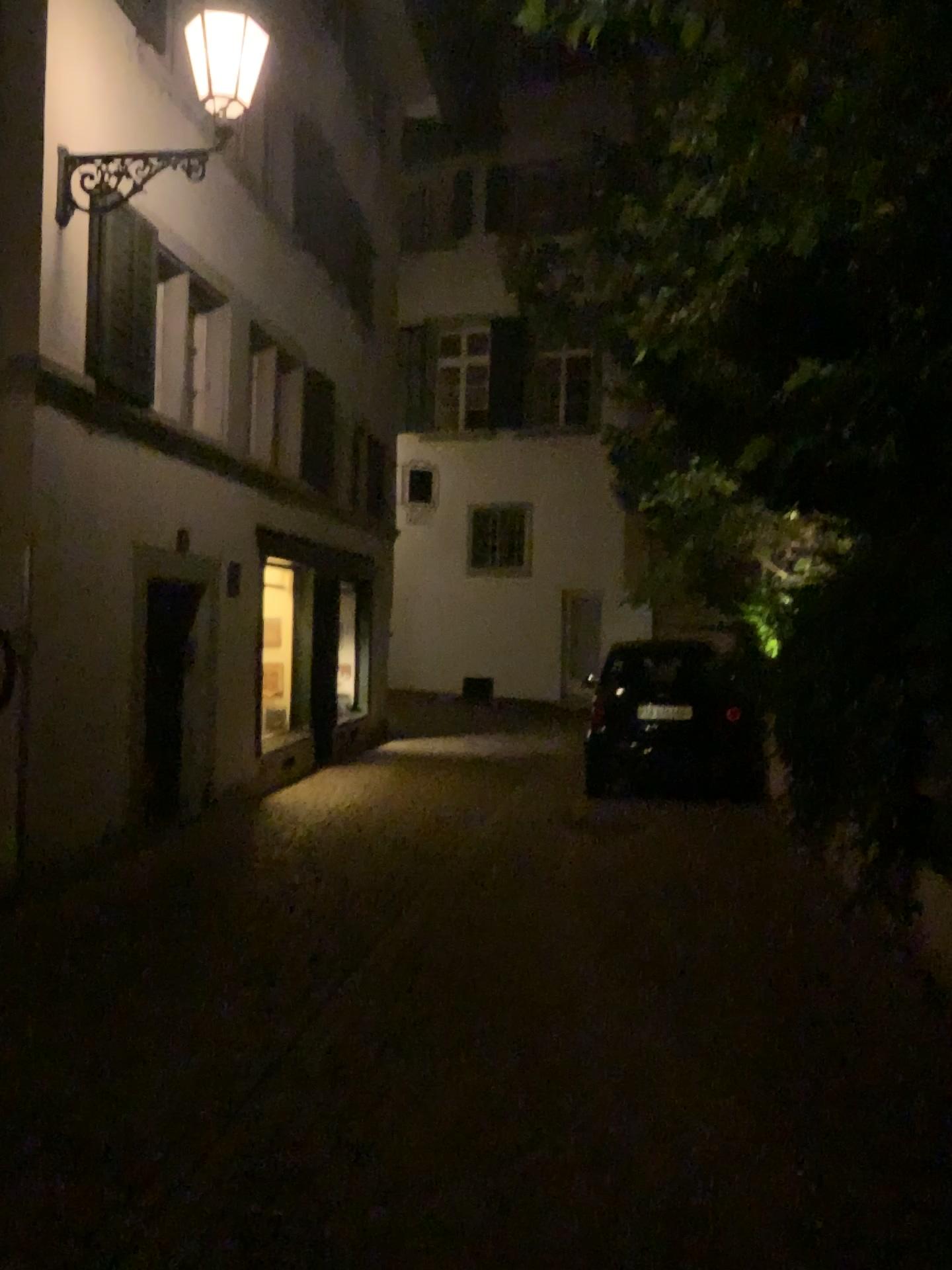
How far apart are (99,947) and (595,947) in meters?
2.3
